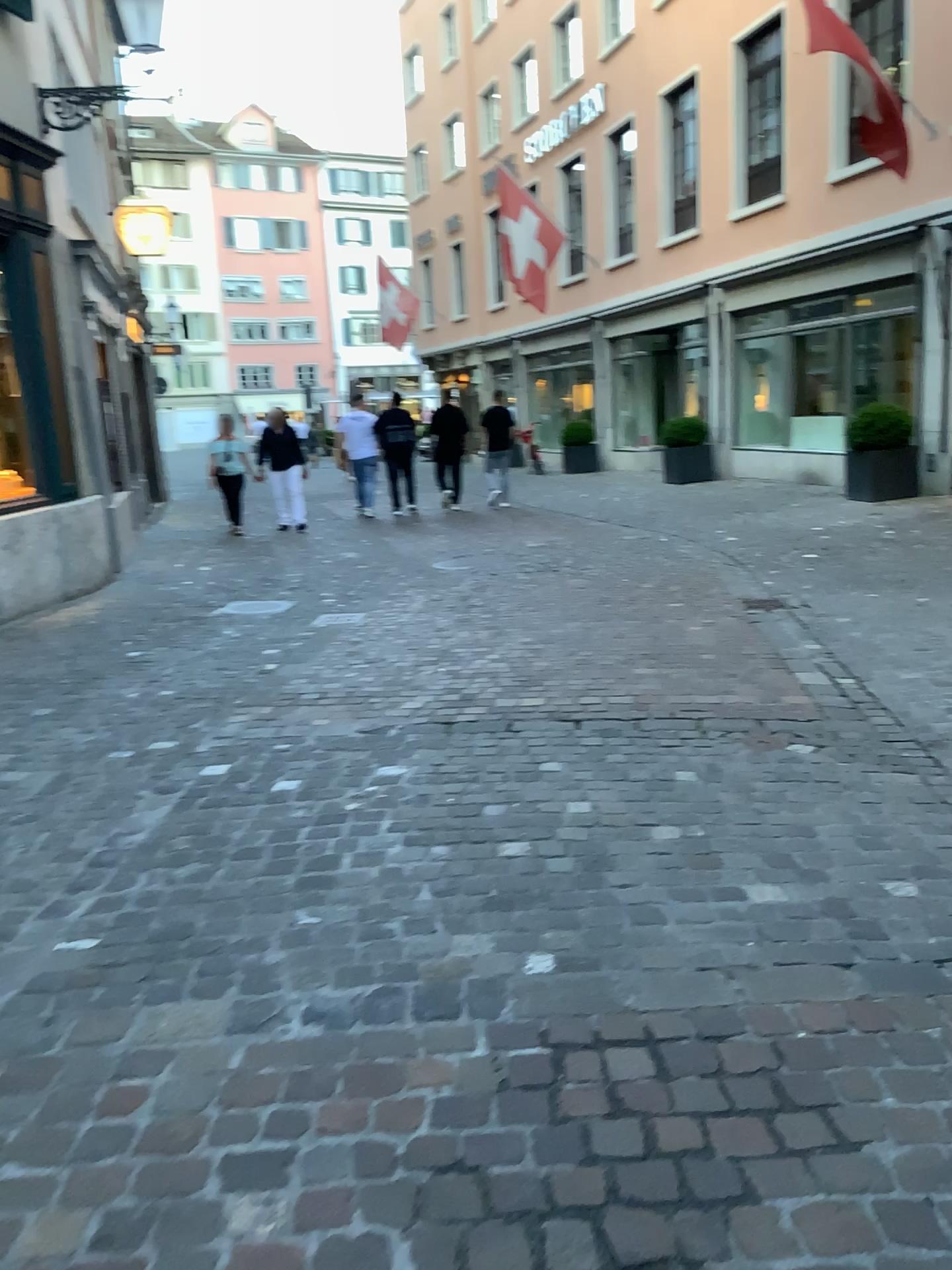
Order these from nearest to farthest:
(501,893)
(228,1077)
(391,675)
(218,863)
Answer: (228,1077)
(501,893)
(218,863)
(391,675)
